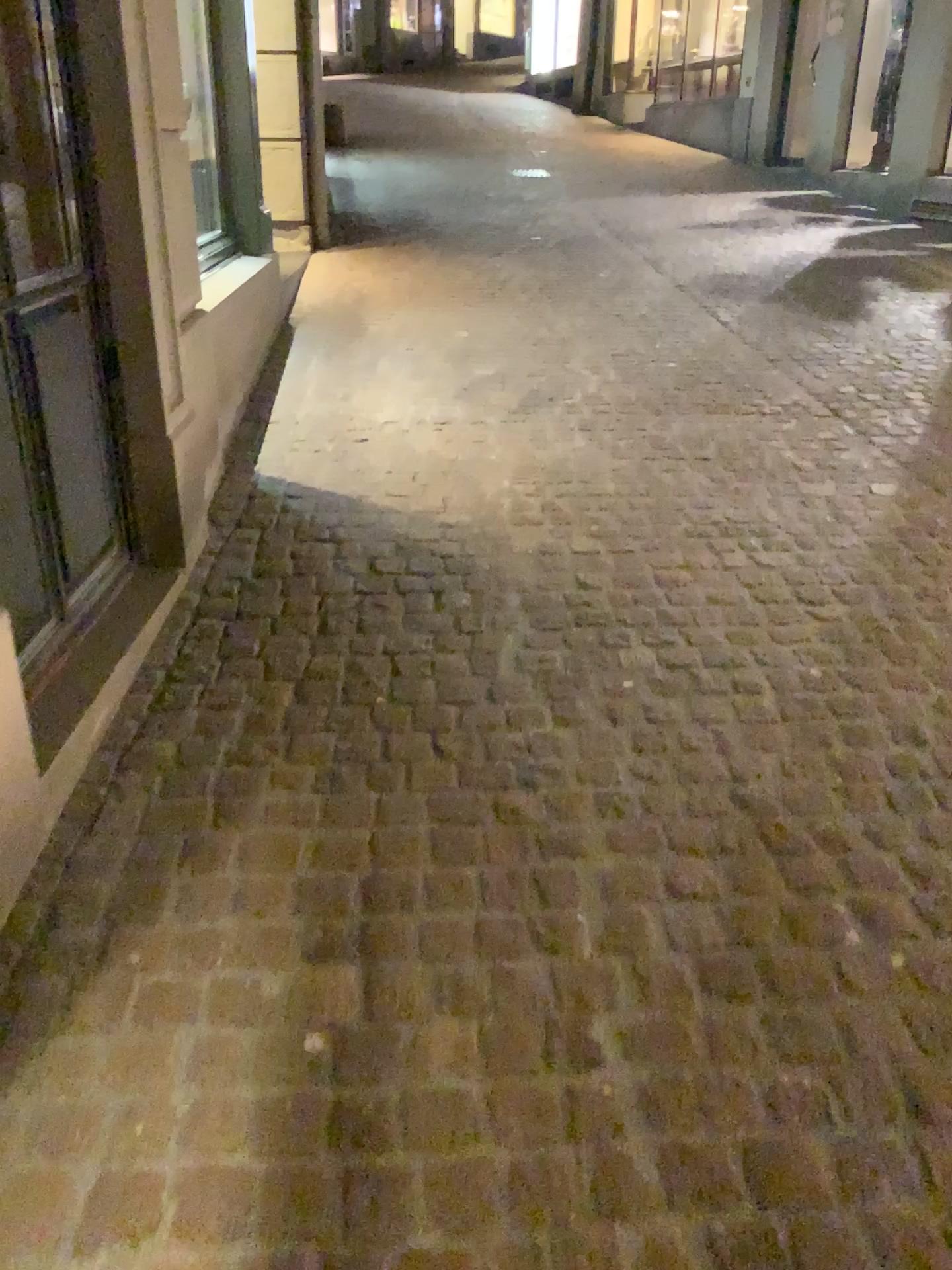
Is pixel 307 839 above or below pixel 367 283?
below
